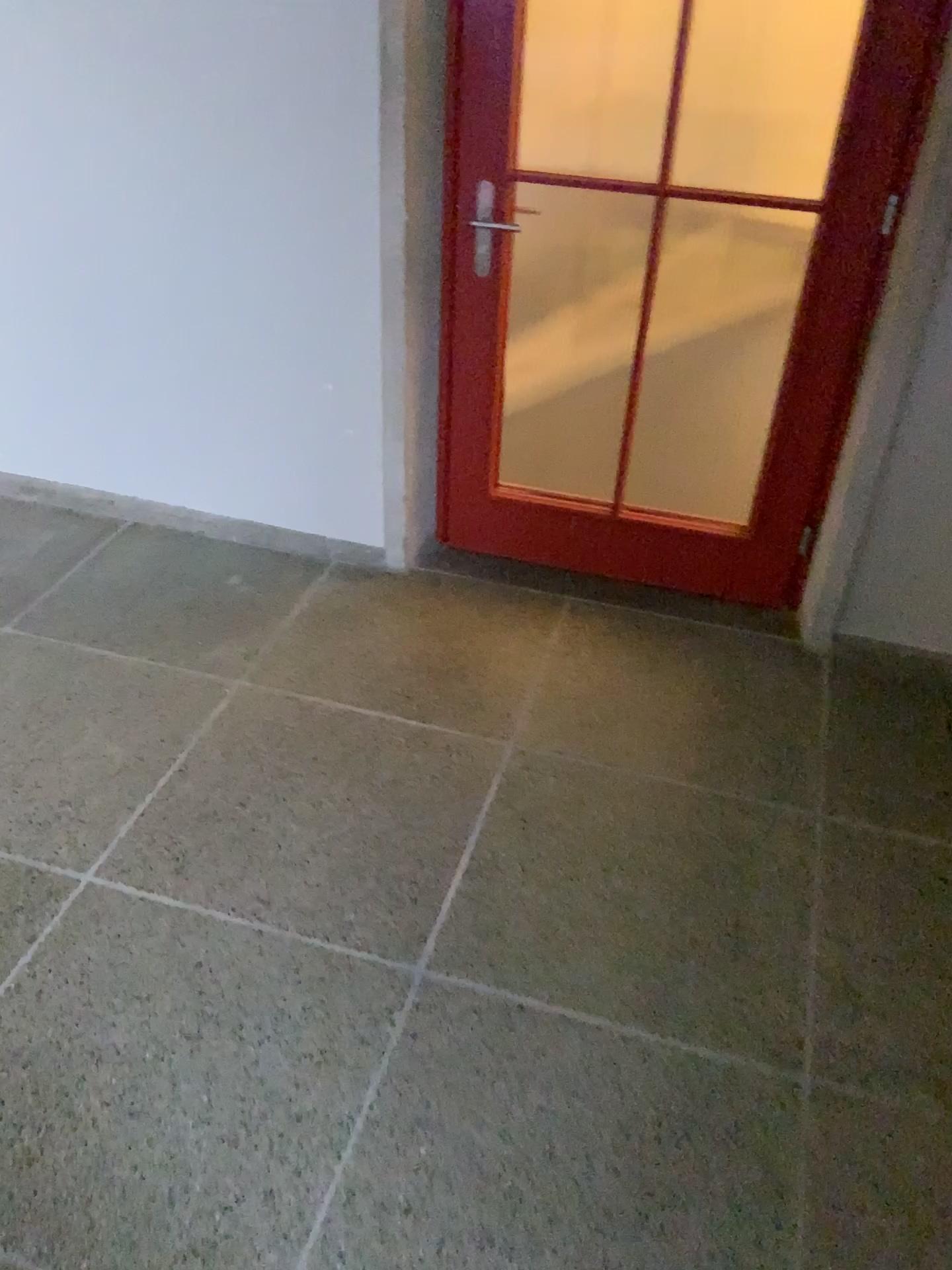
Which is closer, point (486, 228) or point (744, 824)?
point (744, 824)
